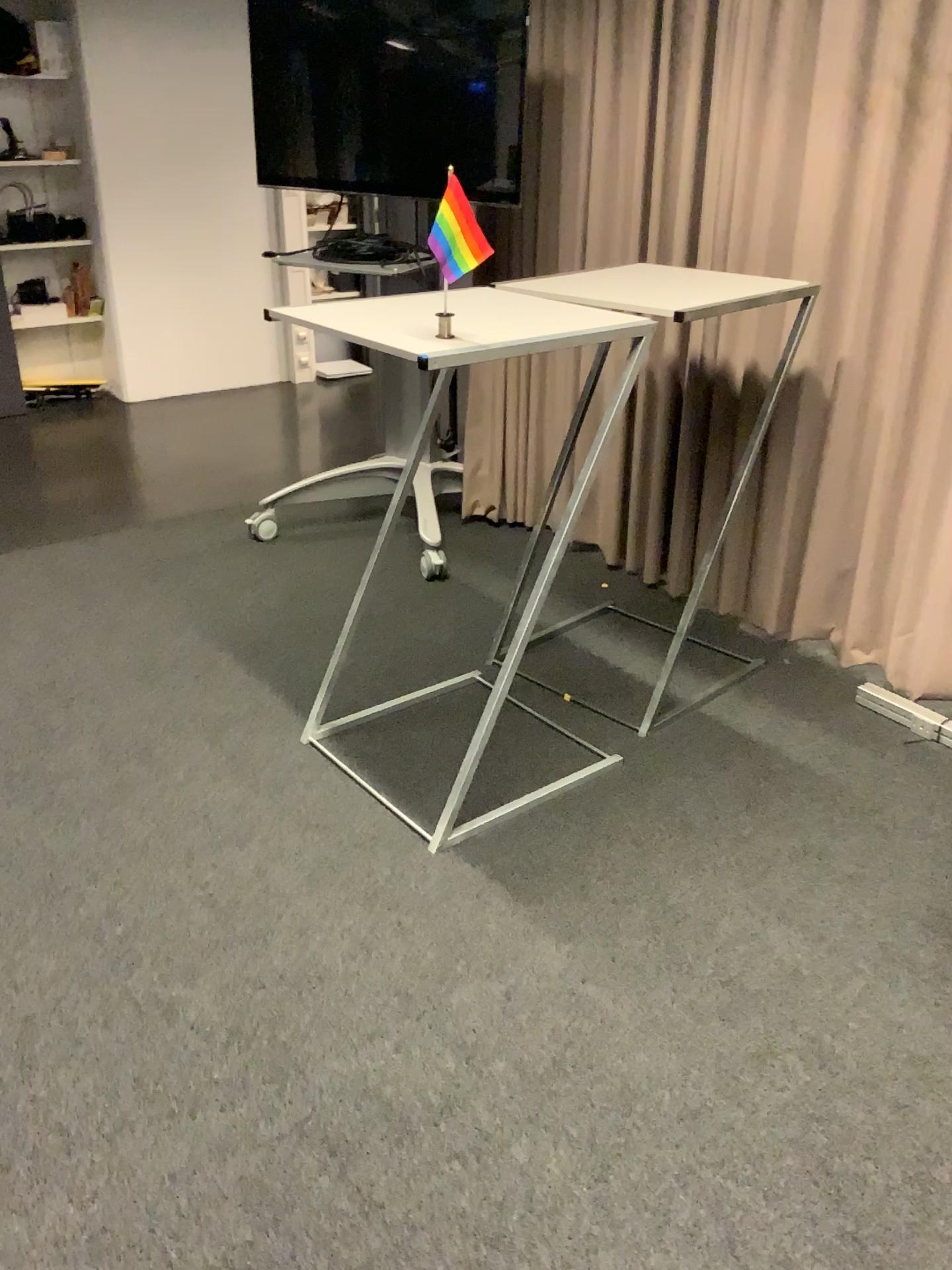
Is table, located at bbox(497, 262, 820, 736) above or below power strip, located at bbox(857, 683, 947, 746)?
above

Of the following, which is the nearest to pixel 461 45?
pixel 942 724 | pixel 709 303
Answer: pixel 709 303

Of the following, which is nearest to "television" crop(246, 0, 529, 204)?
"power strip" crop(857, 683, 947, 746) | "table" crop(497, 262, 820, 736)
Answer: "table" crop(497, 262, 820, 736)

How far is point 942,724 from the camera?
2.8m

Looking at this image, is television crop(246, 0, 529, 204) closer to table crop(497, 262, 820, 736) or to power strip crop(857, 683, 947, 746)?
table crop(497, 262, 820, 736)

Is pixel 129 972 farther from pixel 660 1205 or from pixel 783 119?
pixel 783 119

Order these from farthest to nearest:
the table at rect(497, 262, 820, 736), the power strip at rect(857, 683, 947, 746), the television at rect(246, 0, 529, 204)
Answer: the television at rect(246, 0, 529, 204) → the power strip at rect(857, 683, 947, 746) → the table at rect(497, 262, 820, 736)

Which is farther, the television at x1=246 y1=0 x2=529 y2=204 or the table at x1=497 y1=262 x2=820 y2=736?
the television at x1=246 y1=0 x2=529 y2=204

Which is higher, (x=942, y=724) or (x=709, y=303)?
(x=709, y=303)

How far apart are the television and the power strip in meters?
2.0
